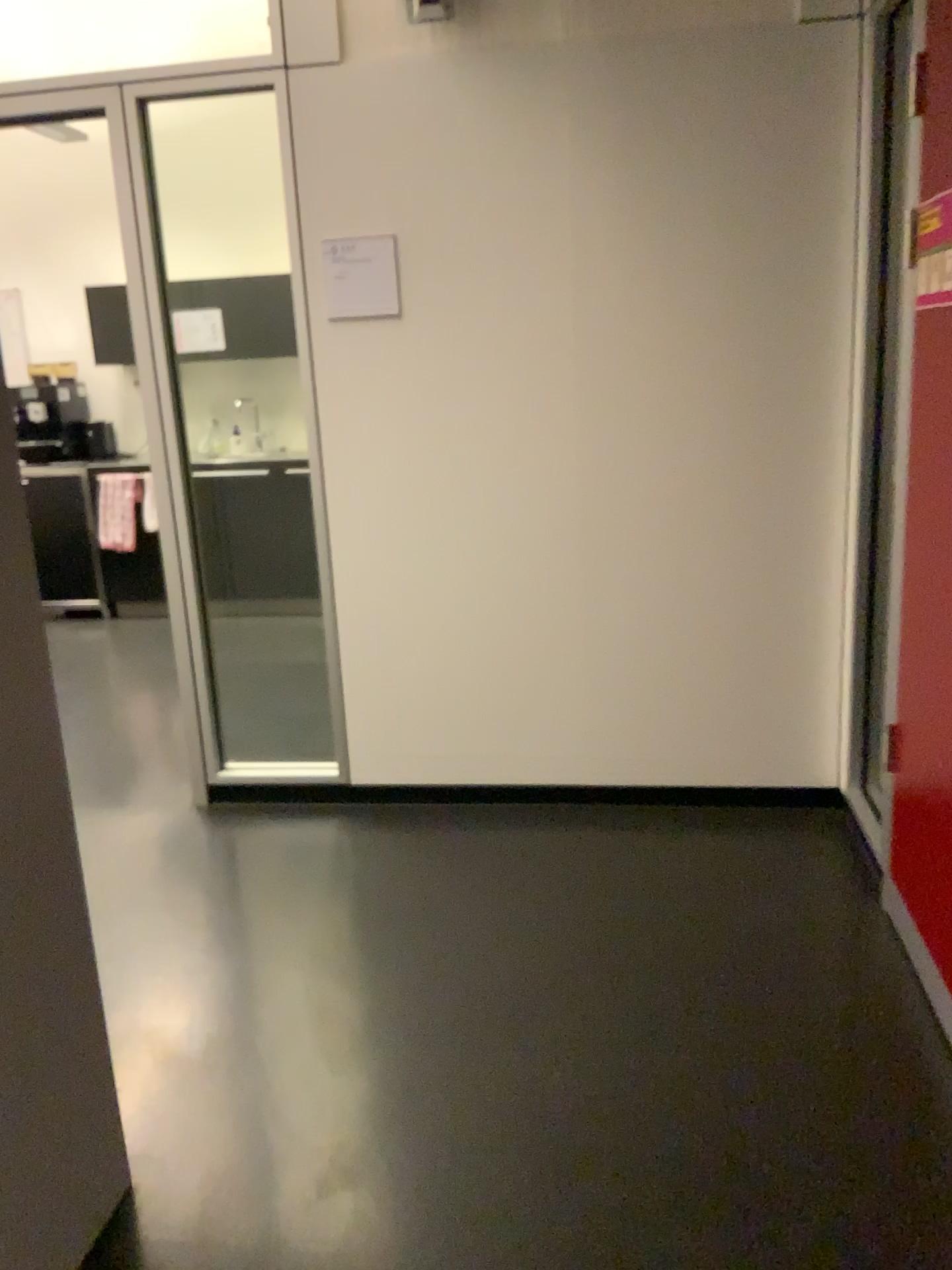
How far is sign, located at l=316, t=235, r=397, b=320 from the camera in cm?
297

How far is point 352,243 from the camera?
3.0 meters

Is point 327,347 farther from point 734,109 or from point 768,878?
point 768,878
